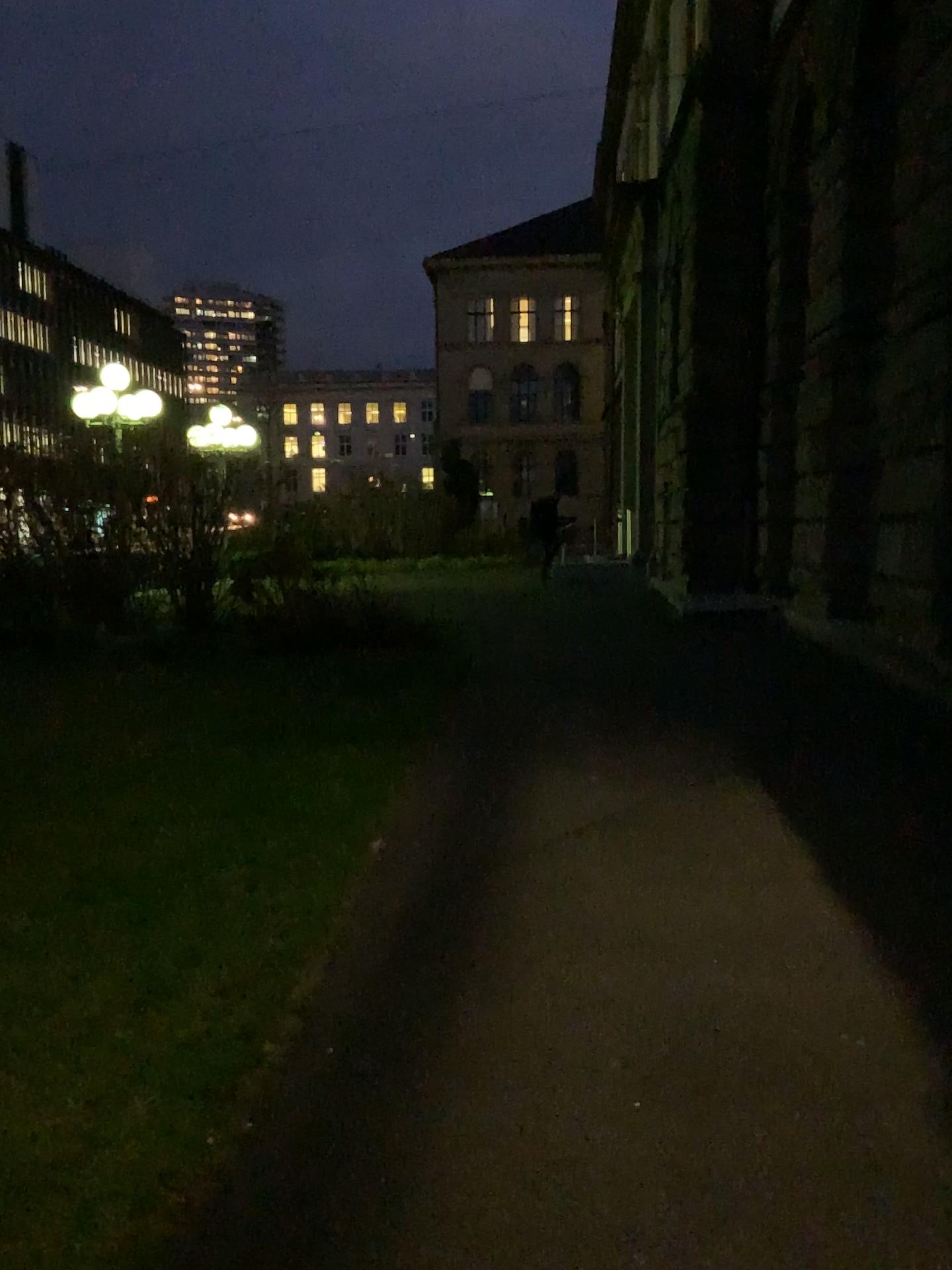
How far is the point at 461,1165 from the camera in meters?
2.4
